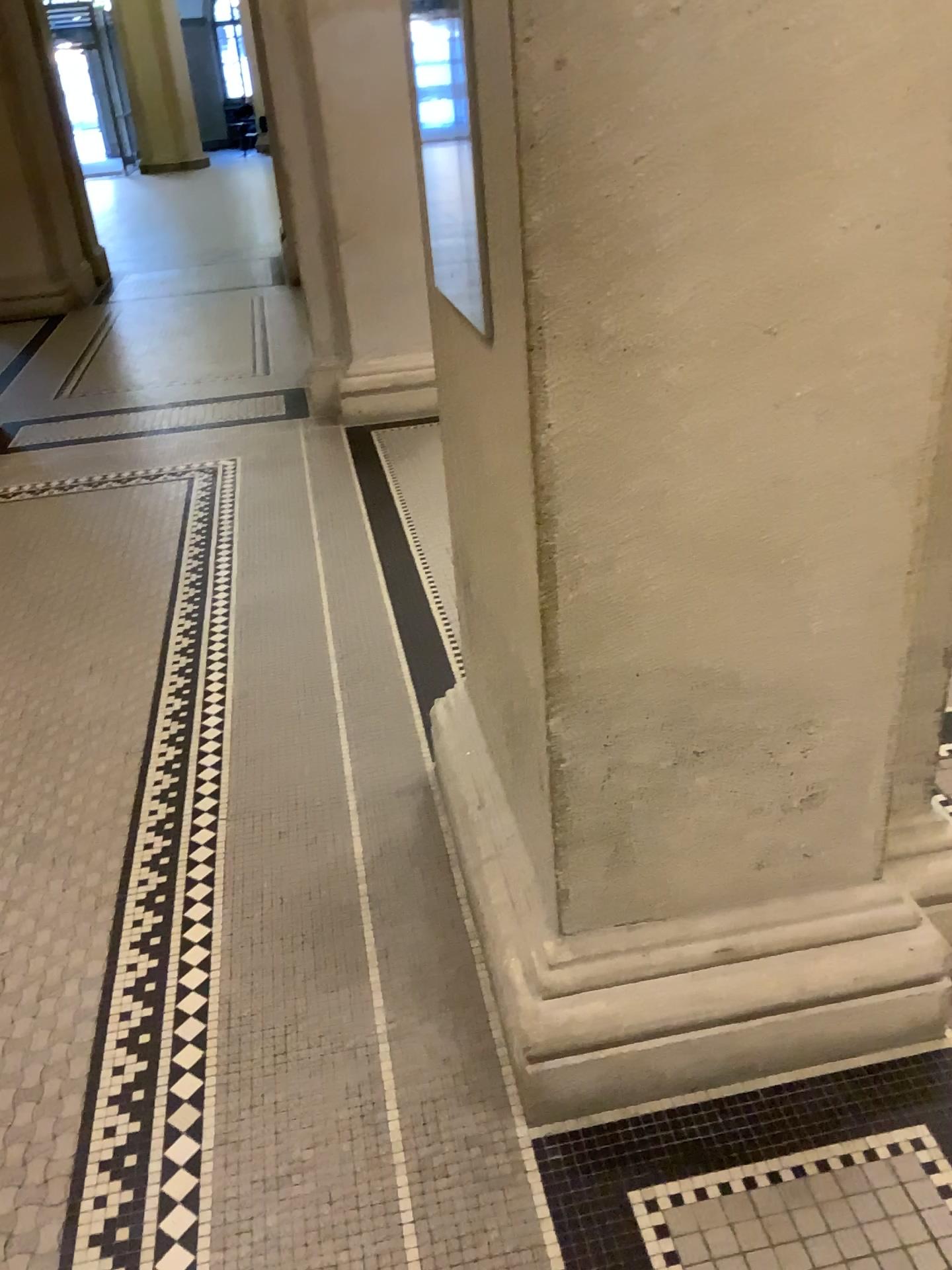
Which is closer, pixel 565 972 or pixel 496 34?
pixel 496 34

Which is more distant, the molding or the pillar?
the molding

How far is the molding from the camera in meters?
1.7

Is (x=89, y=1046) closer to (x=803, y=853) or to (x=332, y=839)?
(x=332, y=839)

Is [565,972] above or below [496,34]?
below

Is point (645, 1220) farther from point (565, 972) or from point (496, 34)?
point (496, 34)
